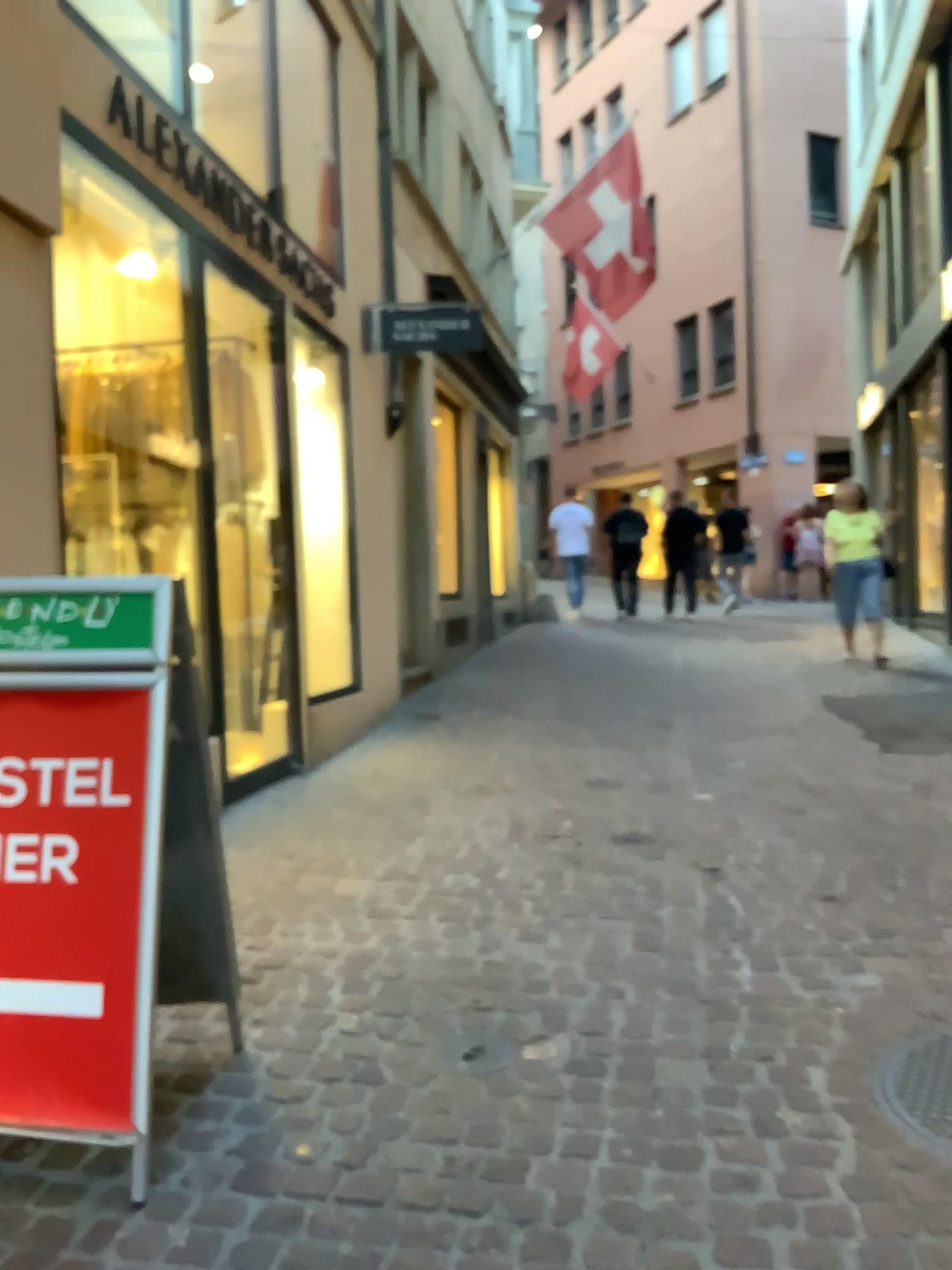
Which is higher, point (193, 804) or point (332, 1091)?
point (193, 804)
